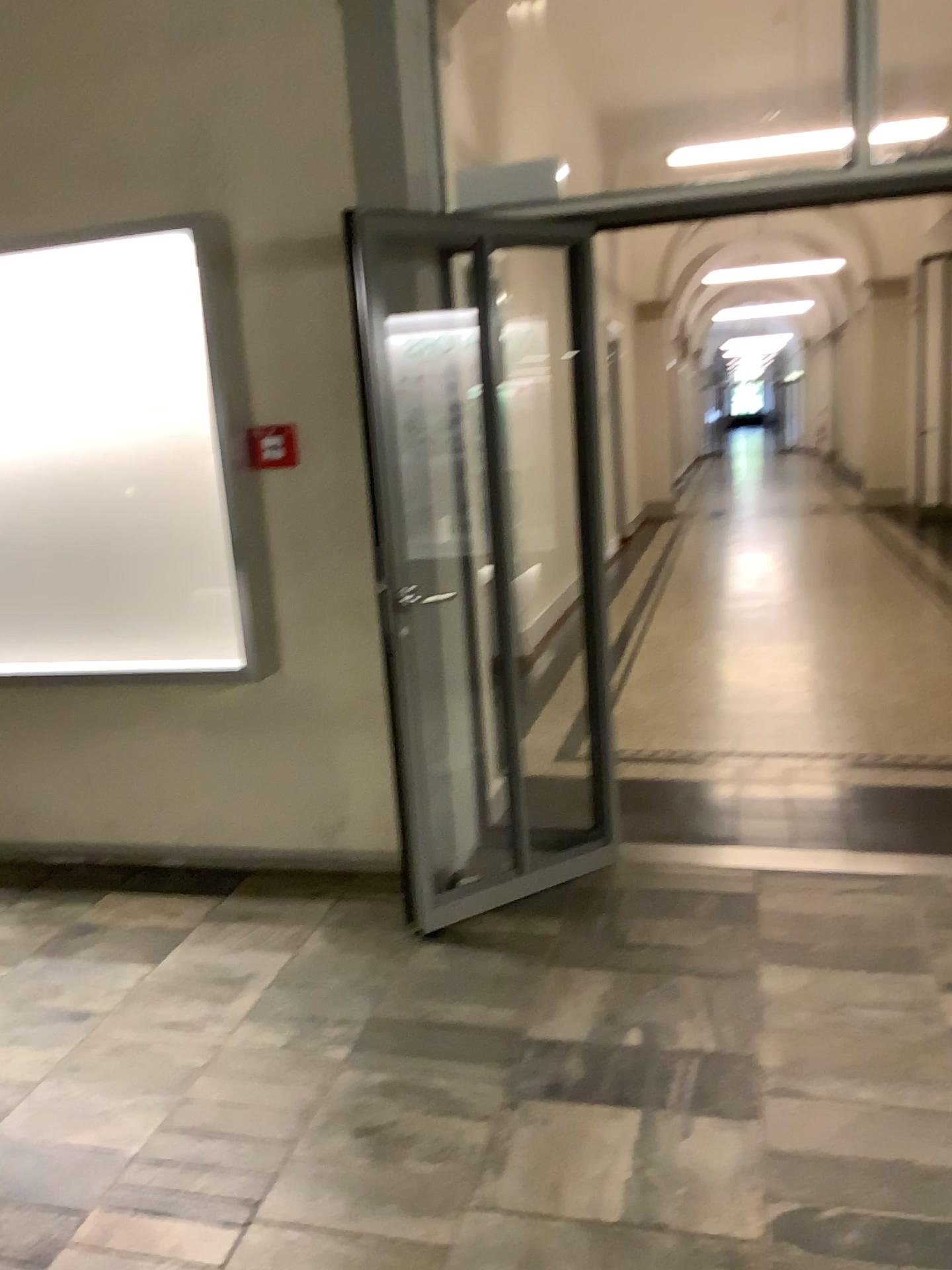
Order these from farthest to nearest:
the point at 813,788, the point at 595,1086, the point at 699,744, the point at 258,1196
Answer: the point at 699,744 < the point at 813,788 < the point at 595,1086 < the point at 258,1196

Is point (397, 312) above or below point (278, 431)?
above

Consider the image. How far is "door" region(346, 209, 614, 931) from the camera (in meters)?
3.38

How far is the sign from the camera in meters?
3.4

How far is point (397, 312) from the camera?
3.4 meters

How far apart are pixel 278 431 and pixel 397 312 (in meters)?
0.55

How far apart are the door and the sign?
0.36m
